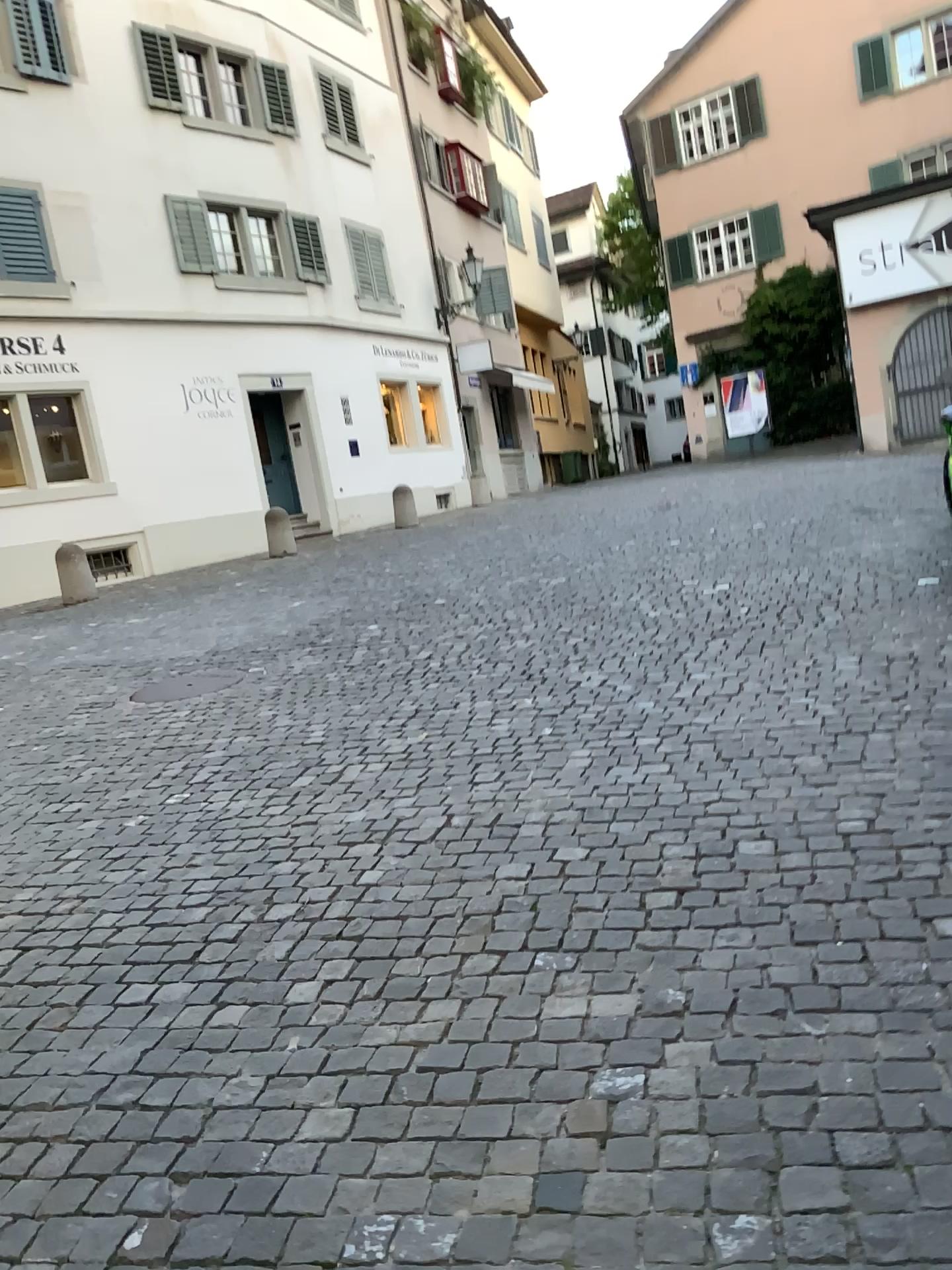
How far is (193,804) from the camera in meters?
4.7 m
